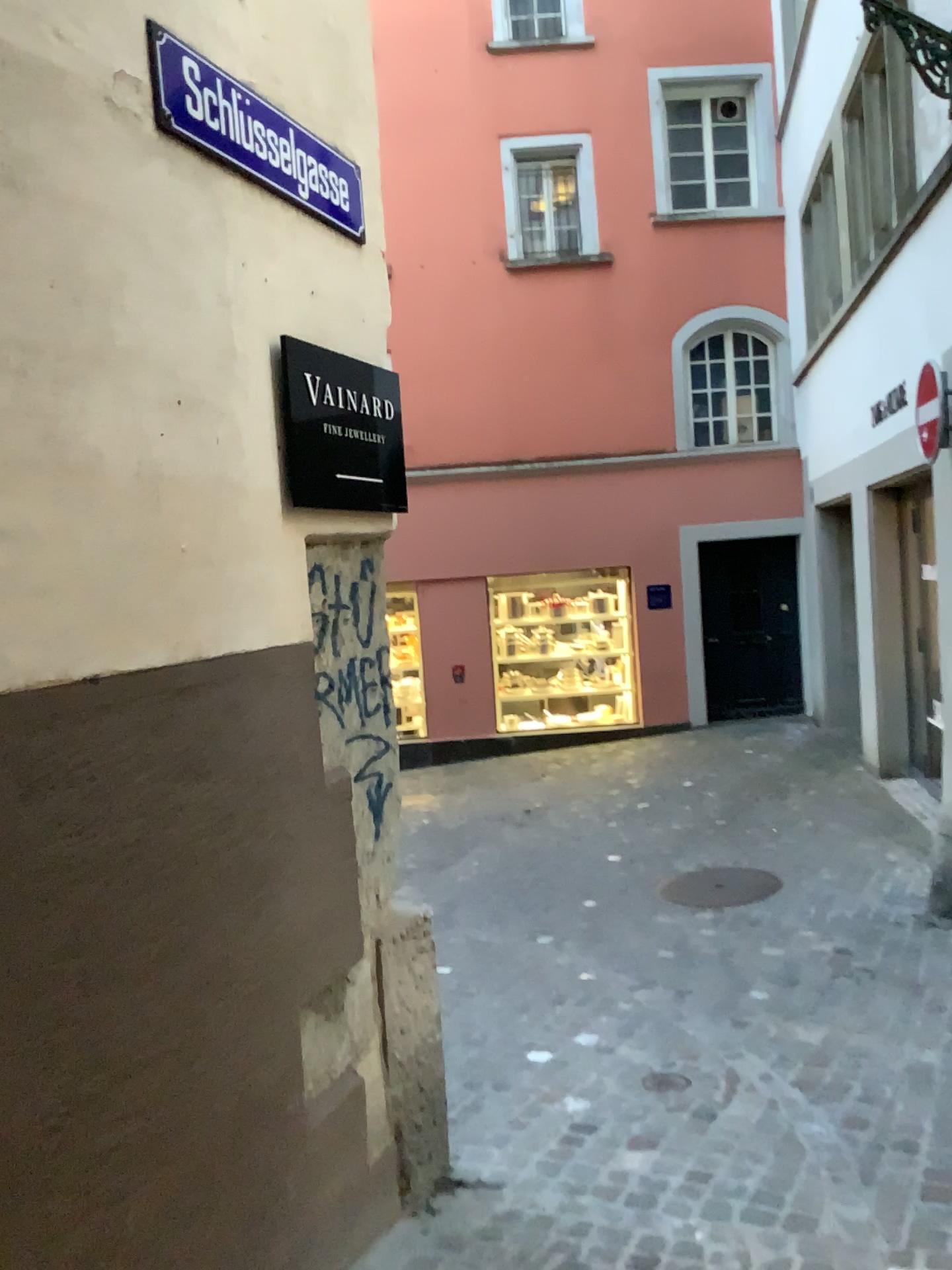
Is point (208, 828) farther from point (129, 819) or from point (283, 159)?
point (283, 159)

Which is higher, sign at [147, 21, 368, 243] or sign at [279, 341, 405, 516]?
sign at [147, 21, 368, 243]

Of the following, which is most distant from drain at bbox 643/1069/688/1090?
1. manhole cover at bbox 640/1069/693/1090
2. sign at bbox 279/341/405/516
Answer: sign at bbox 279/341/405/516

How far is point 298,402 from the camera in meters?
2.5

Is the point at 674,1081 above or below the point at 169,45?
below

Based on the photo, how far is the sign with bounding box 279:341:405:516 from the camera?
2.5 meters

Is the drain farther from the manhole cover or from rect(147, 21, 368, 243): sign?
rect(147, 21, 368, 243): sign

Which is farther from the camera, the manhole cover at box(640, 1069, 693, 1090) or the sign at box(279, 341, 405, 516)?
the manhole cover at box(640, 1069, 693, 1090)

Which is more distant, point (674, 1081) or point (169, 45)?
point (674, 1081)

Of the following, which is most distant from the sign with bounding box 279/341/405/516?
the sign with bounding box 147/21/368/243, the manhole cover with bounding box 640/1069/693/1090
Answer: the manhole cover with bounding box 640/1069/693/1090
